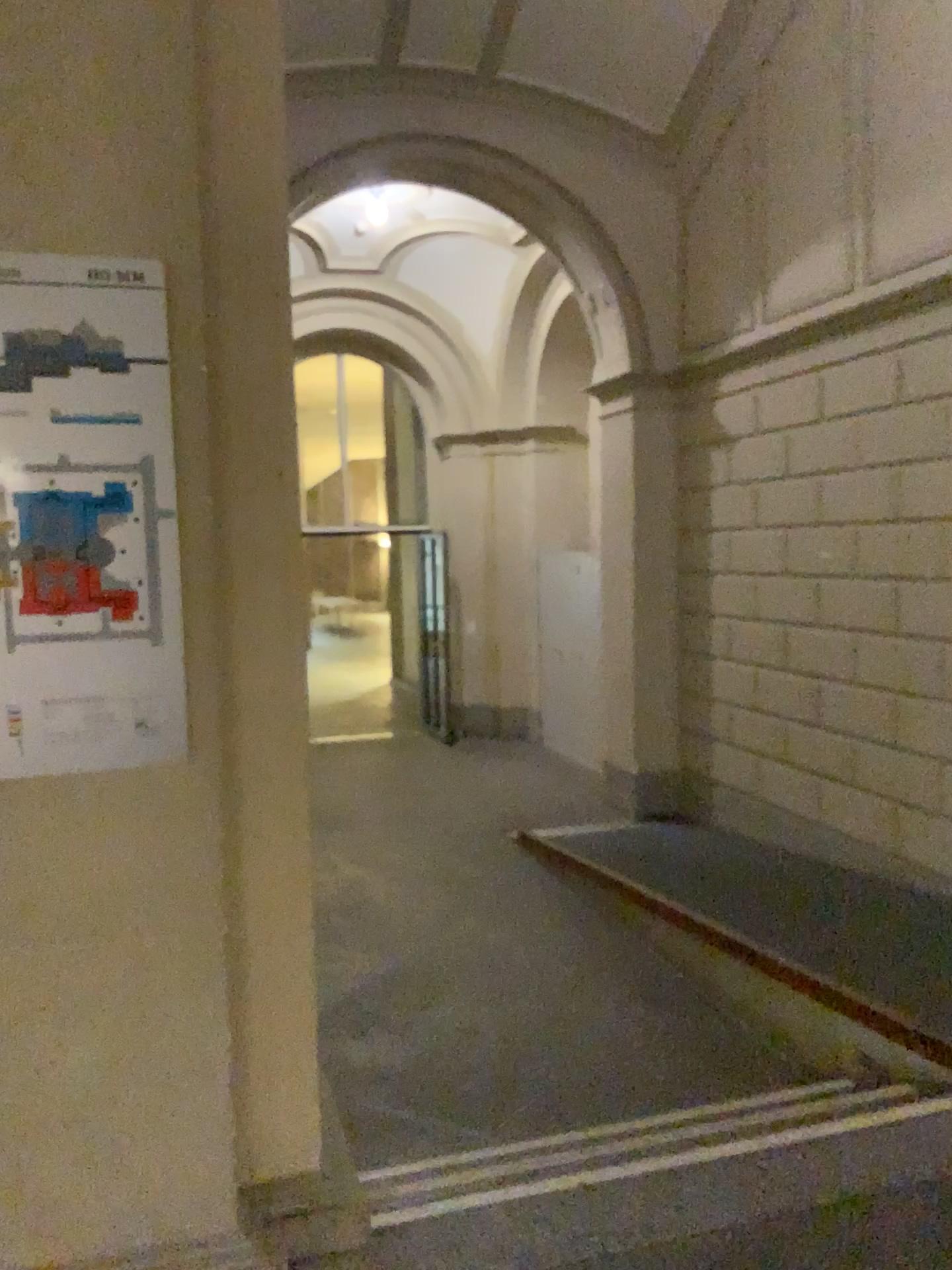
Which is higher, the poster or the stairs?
the poster

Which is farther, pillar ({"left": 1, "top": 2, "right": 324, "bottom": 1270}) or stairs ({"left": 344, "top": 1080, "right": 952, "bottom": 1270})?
stairs ({"left": 344, "top": 1080, "right": 952, "bottom": 1270})

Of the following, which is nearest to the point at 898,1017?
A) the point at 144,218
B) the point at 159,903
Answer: the point at 159,903

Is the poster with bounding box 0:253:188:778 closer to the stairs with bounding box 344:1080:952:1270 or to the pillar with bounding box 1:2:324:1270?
the pillar with bounding box 1:2:324:1270

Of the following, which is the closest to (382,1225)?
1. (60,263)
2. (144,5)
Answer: (60,263)

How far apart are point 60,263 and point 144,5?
0.5m

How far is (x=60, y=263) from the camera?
1.9m

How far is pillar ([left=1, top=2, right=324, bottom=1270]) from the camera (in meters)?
1.86

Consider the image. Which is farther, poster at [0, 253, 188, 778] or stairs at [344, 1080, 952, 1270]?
stairs at [344, 1080, 952, 1270]

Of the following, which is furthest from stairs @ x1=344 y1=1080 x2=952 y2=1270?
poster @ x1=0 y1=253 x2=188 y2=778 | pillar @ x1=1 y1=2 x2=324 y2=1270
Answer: poster @ x1=0 y1=253 x2=188 y2=778
